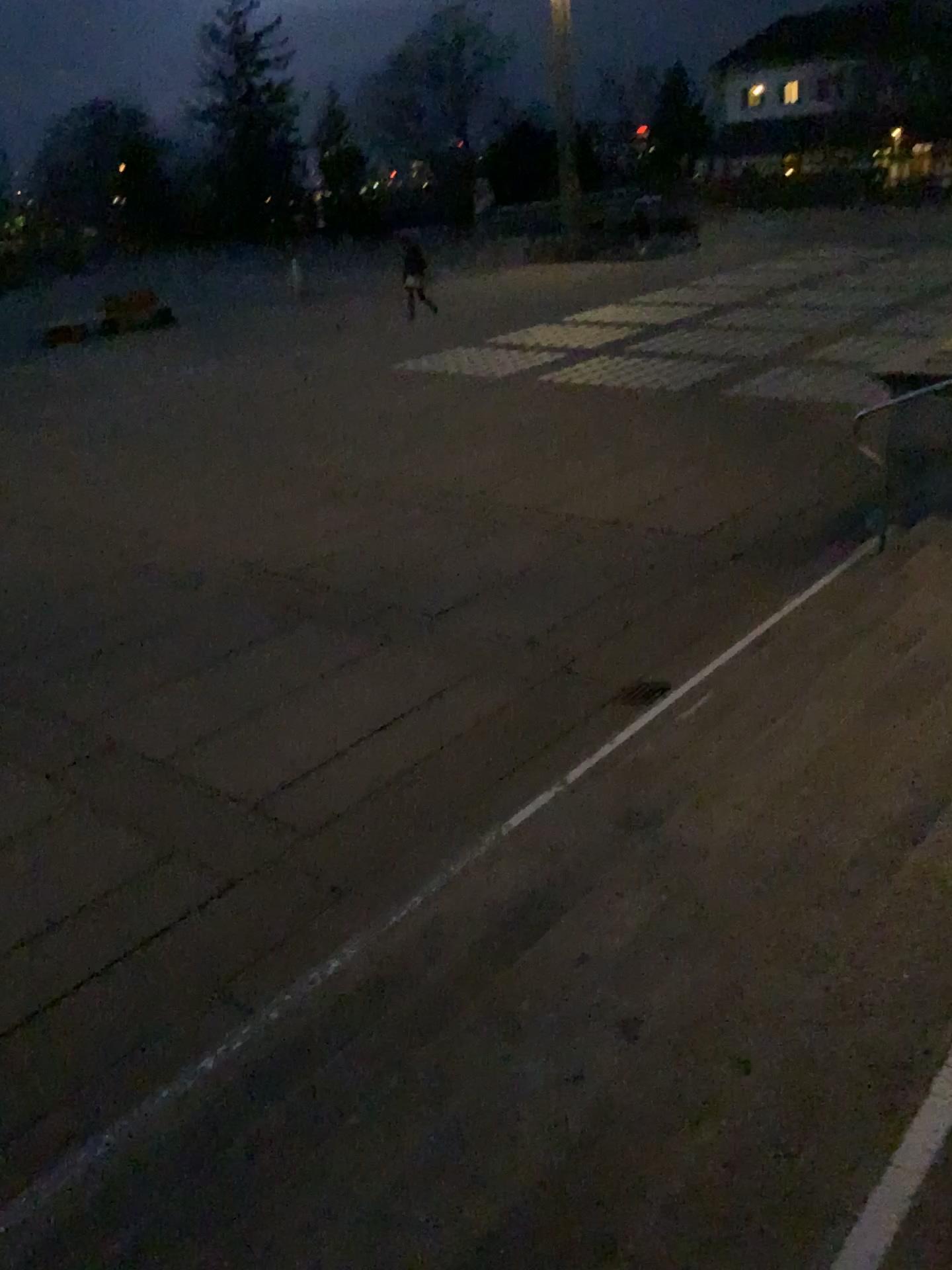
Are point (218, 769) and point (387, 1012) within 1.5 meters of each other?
no
